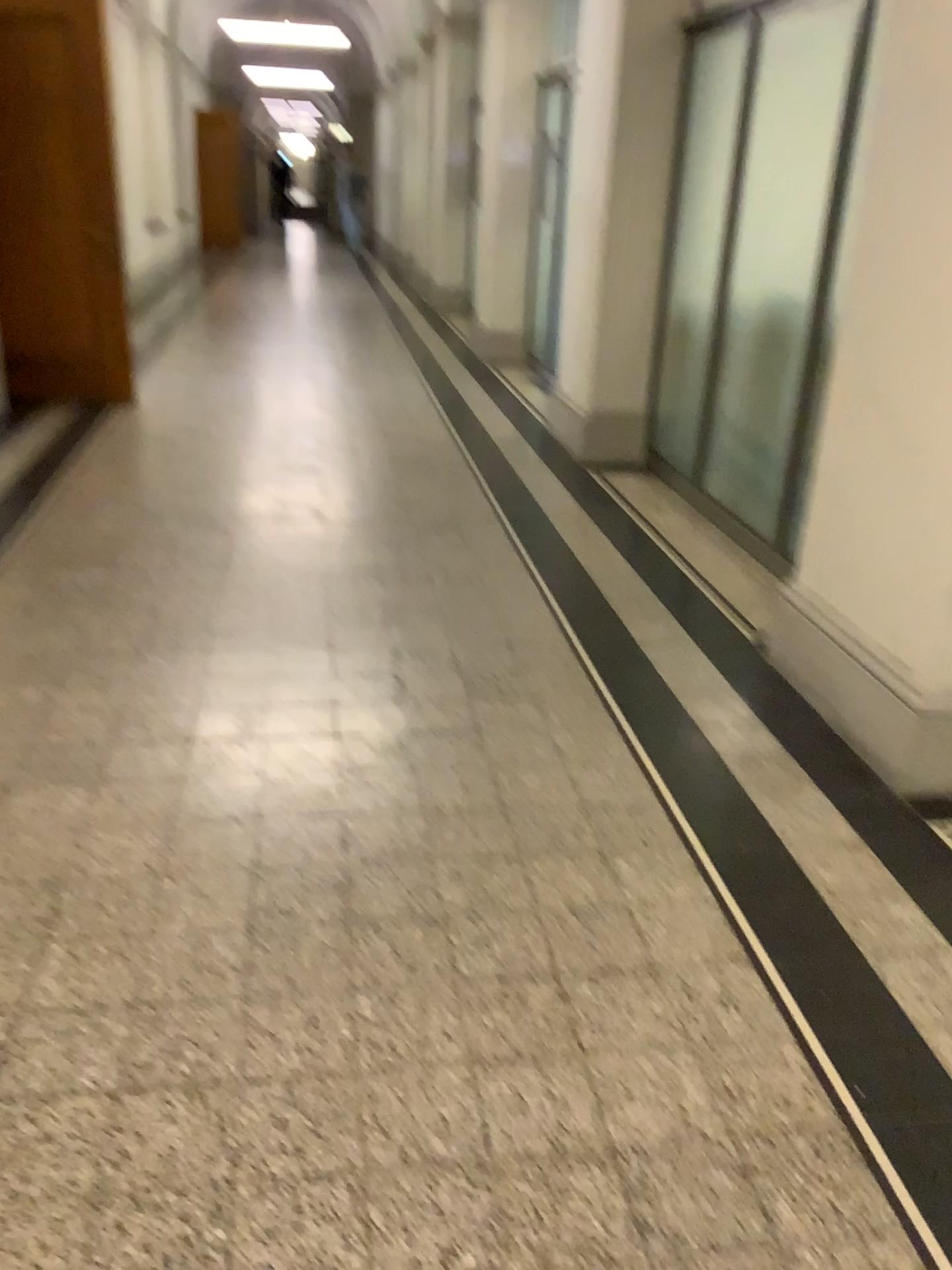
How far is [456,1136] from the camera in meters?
1.7 m
